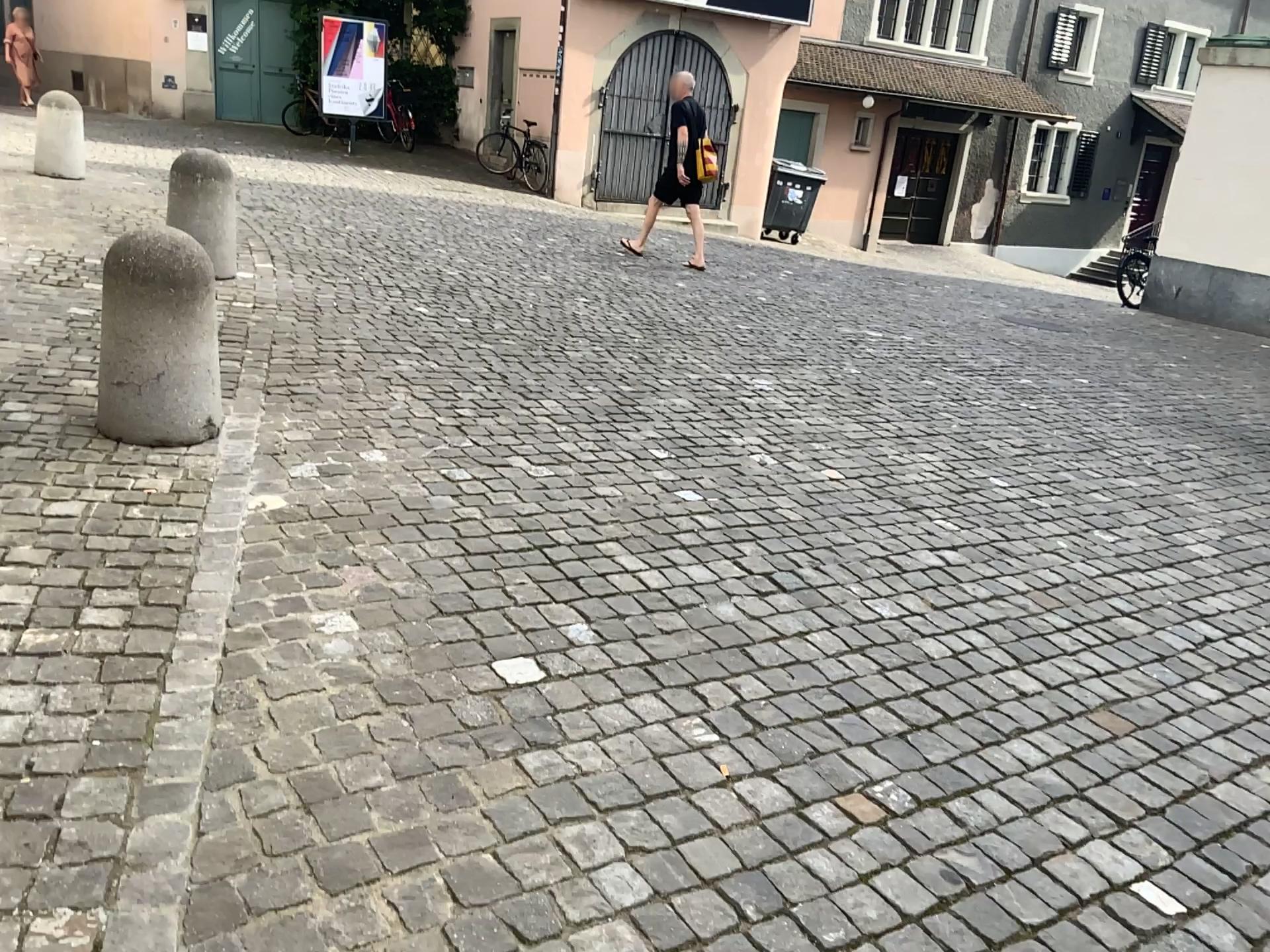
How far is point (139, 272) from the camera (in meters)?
3.41

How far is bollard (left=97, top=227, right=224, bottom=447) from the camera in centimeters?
341cm

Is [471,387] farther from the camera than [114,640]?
Yes
